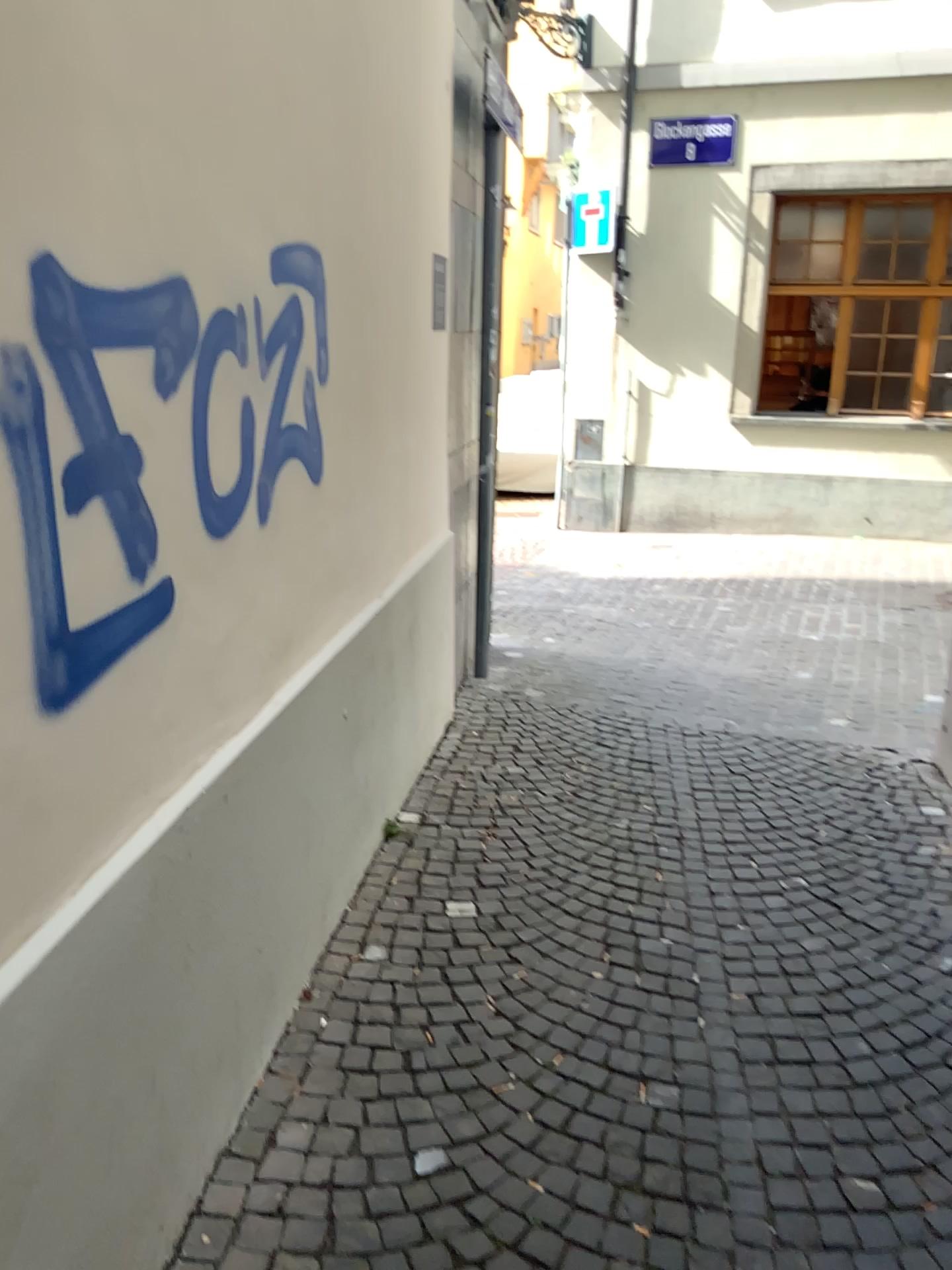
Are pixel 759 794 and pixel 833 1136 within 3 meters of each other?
yes
